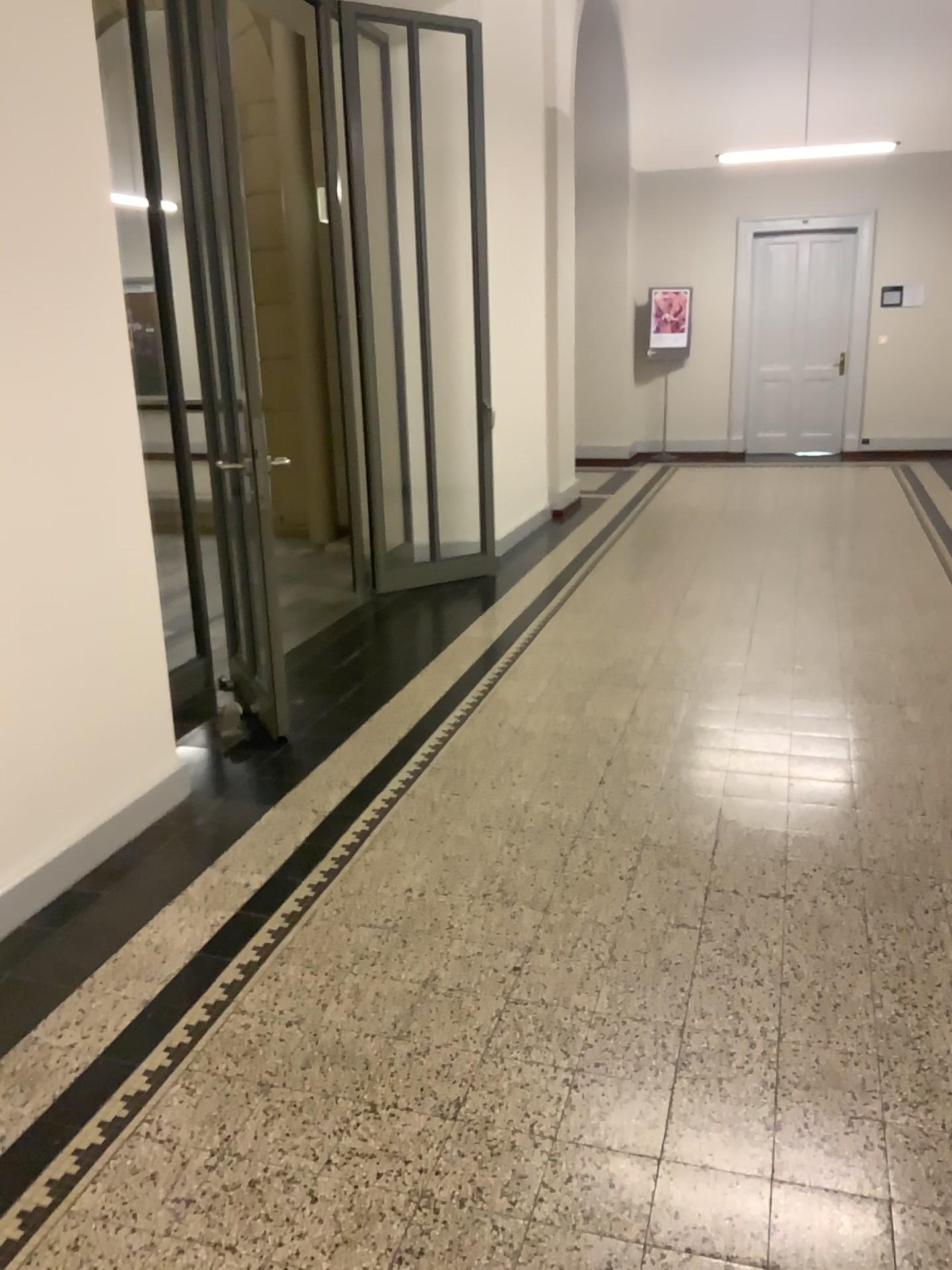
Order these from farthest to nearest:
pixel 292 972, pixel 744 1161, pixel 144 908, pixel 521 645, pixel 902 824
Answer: pixel 521 645 < pixel 902 824 < pixel 144 908 < pixel 292 972 < pixel 744 1161
